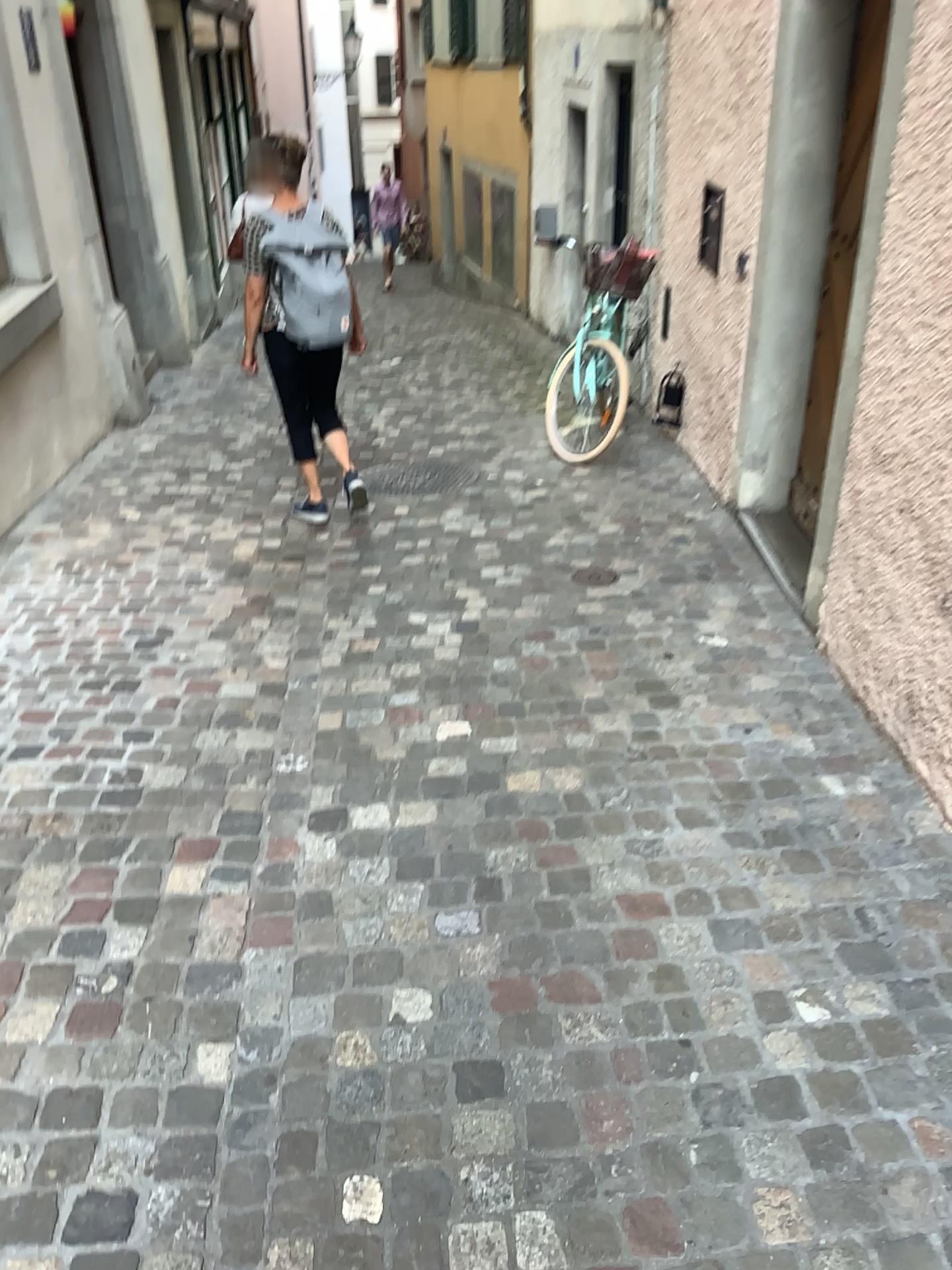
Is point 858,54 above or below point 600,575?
above

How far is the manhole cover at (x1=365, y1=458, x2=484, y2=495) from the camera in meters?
5.6 m

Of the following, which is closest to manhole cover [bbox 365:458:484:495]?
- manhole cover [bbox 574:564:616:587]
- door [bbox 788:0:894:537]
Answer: manhole cover [bbox 574:564:616:587]

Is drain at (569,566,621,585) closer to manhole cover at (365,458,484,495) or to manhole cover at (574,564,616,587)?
manhole cover at (574,564,616,587)

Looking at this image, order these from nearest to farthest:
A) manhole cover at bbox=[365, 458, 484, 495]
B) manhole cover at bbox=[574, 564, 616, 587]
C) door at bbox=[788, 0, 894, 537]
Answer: door at bbox=[788, 0, 894, 537]
manhole cover at bbox=[574, 564, 616, 587]
manhole cover at bbox=[365, 458, 484, 495]

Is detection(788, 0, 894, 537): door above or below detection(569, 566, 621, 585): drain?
above

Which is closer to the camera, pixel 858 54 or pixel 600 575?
pixel 858 54

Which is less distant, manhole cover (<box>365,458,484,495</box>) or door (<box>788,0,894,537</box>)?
door (<box>788,0,894,537</box>)

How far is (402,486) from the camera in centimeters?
559cm

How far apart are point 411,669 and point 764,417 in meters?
1.7
